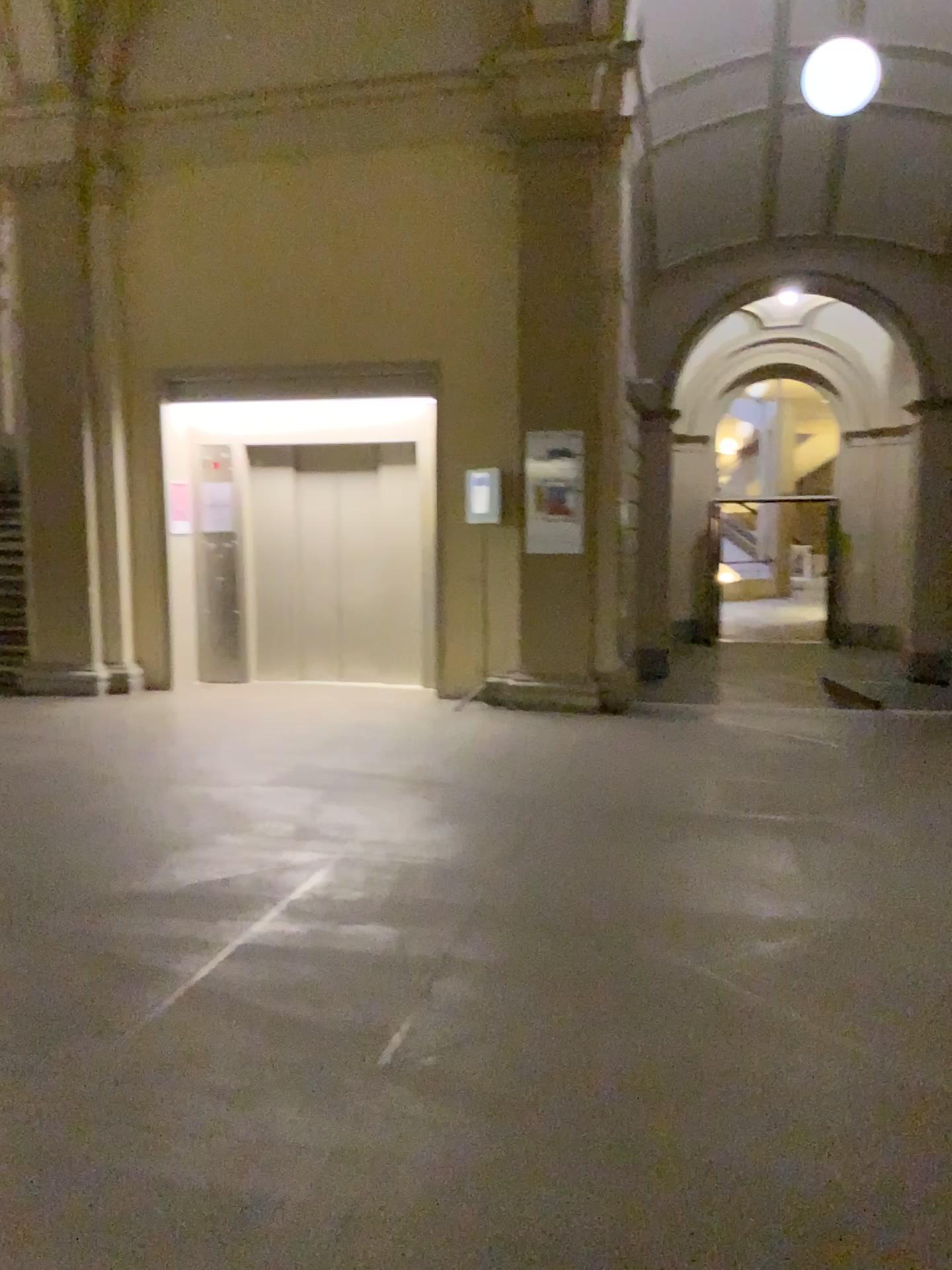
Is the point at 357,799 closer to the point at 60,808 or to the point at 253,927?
the point at 60,808
